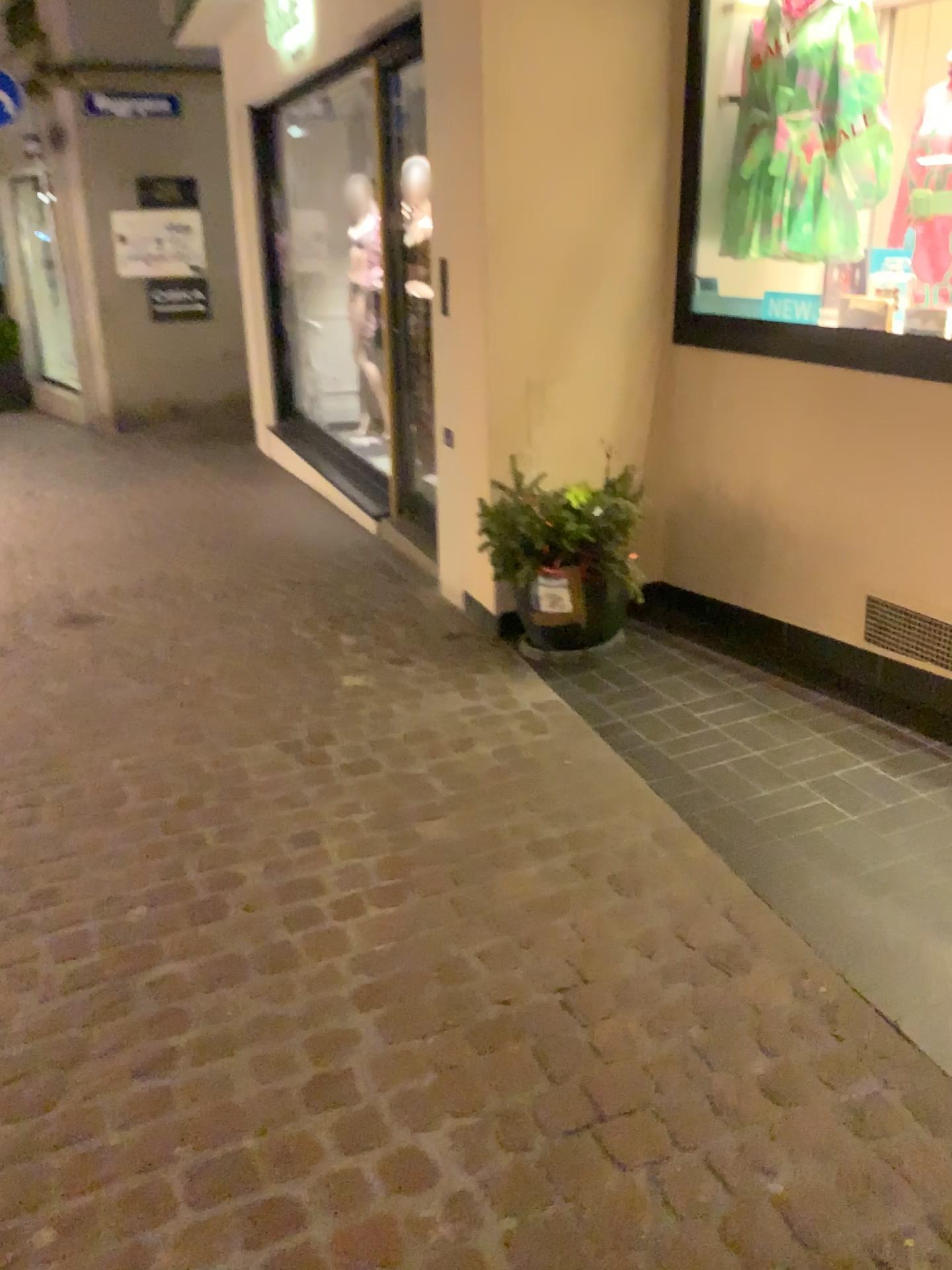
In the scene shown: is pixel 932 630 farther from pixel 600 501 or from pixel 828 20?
pixel 828 20

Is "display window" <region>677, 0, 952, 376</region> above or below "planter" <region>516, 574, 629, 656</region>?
above

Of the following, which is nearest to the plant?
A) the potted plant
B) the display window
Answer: the potted plant

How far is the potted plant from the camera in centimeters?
346cm

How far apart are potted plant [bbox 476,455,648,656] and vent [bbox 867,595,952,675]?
0.8 meters

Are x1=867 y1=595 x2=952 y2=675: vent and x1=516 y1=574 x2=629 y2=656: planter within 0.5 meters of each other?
no

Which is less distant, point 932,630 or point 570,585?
point 932,630

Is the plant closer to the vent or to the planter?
the planter

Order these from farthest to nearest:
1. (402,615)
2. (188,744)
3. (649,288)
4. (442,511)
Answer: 1. (402,615)
2. (442,511)
3. (649,288)
4. (188,744)

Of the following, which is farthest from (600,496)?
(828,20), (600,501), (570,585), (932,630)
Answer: (828,20)
